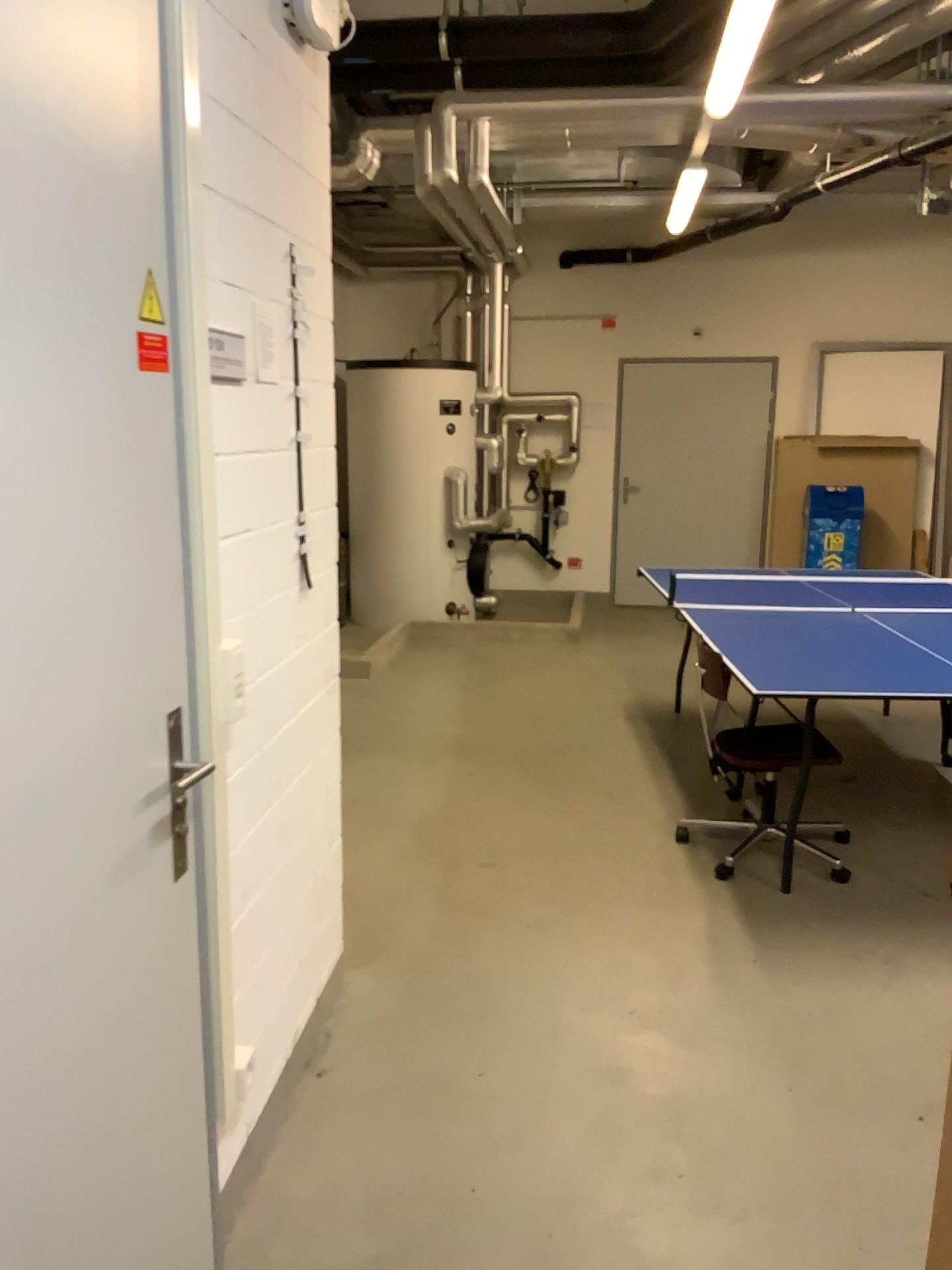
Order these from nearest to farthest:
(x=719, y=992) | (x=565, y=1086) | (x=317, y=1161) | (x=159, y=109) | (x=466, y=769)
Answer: A: (x=159, y=109), (x=317, y=1161), (x=565, y=1086), (x=719, y=992), (x=466, y=769)
